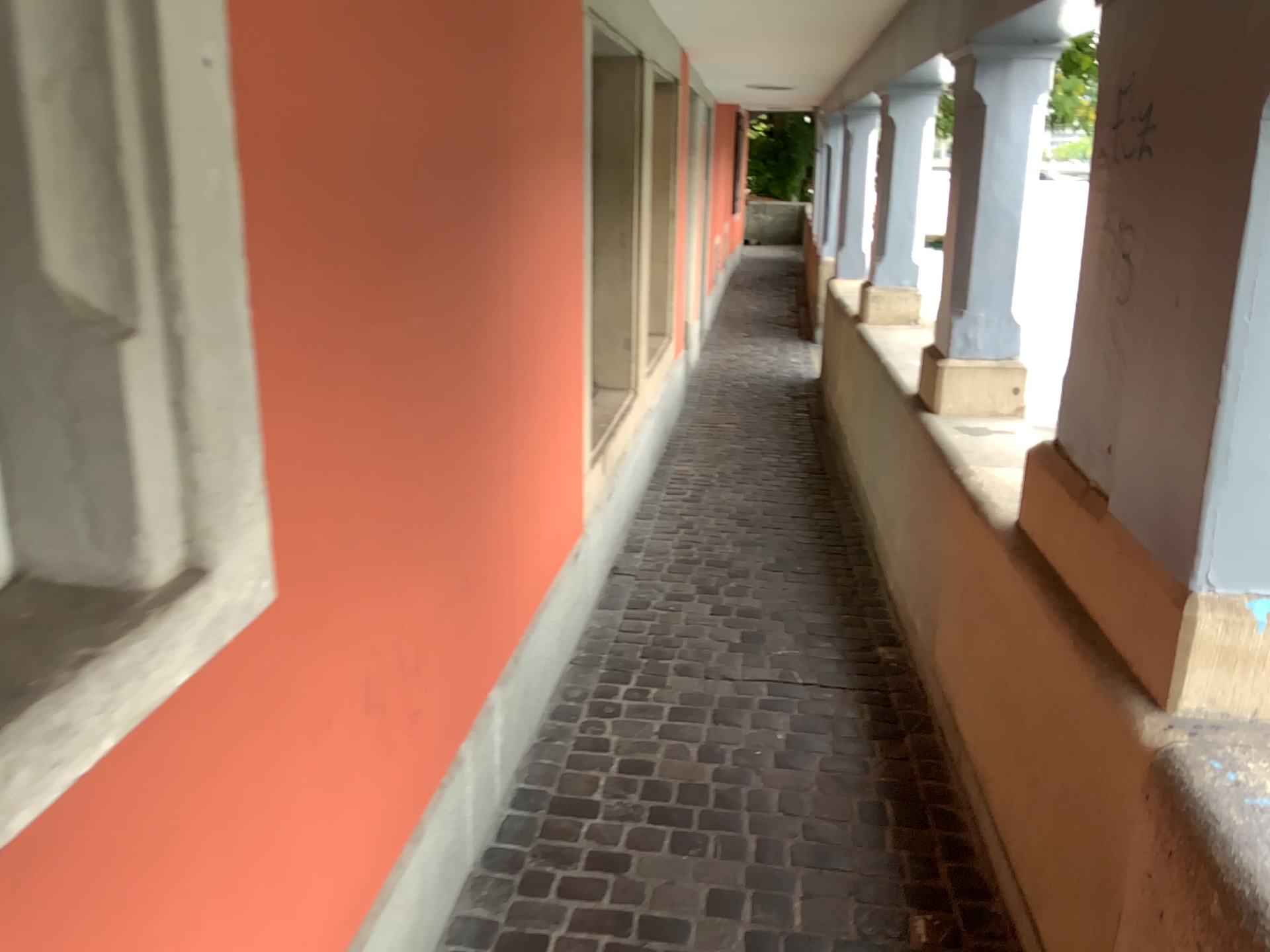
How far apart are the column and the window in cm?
257

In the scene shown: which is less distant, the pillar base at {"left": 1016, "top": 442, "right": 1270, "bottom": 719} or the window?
the window

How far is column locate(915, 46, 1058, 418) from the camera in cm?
308

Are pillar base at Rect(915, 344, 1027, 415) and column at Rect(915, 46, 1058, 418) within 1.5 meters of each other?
yes

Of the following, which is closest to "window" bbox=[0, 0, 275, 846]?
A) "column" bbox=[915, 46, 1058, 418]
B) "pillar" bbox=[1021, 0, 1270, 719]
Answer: "pillar" bbox=[1021, 0, 1270, 719]

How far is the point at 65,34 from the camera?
1.0m

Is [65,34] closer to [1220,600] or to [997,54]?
[1220,600]

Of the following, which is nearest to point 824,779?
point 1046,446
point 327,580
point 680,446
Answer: point 1046,446

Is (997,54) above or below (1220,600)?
above

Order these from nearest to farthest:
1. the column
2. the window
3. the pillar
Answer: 1. the window
2. the pillar
3. the column
